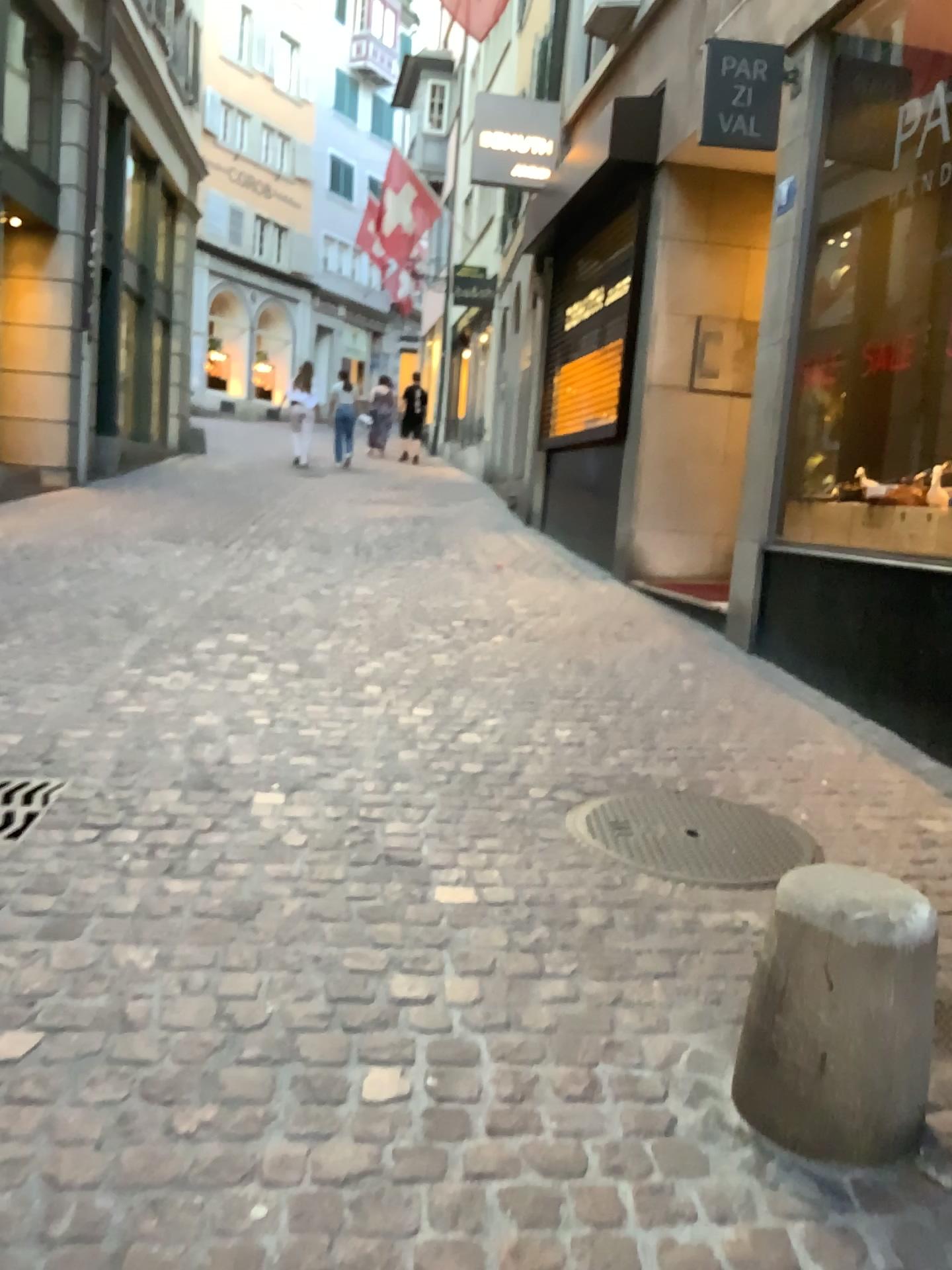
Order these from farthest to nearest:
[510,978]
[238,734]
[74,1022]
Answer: [238,734] → [510,978] → [74,1022]
